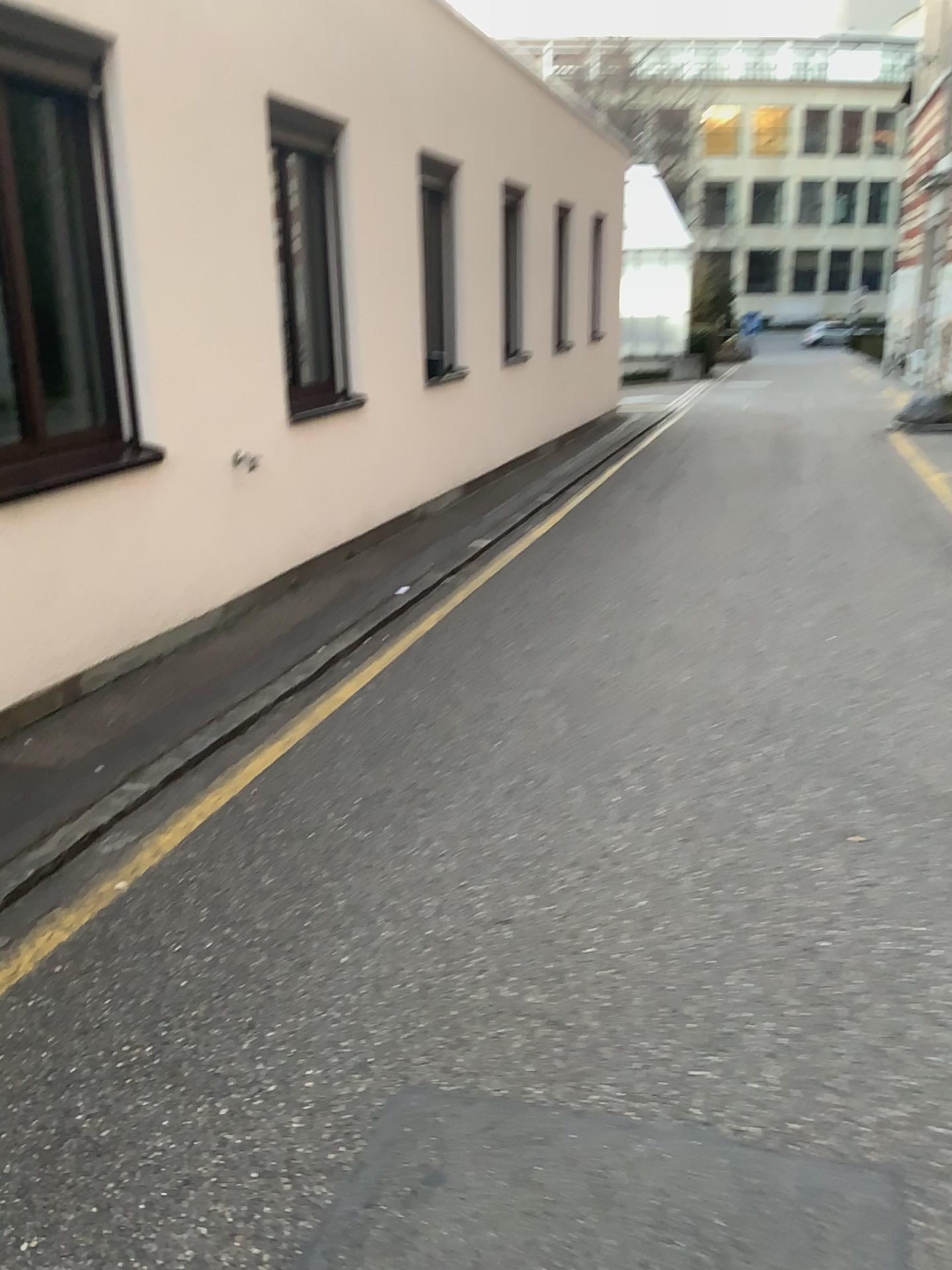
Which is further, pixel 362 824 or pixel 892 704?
pixel 892 704
